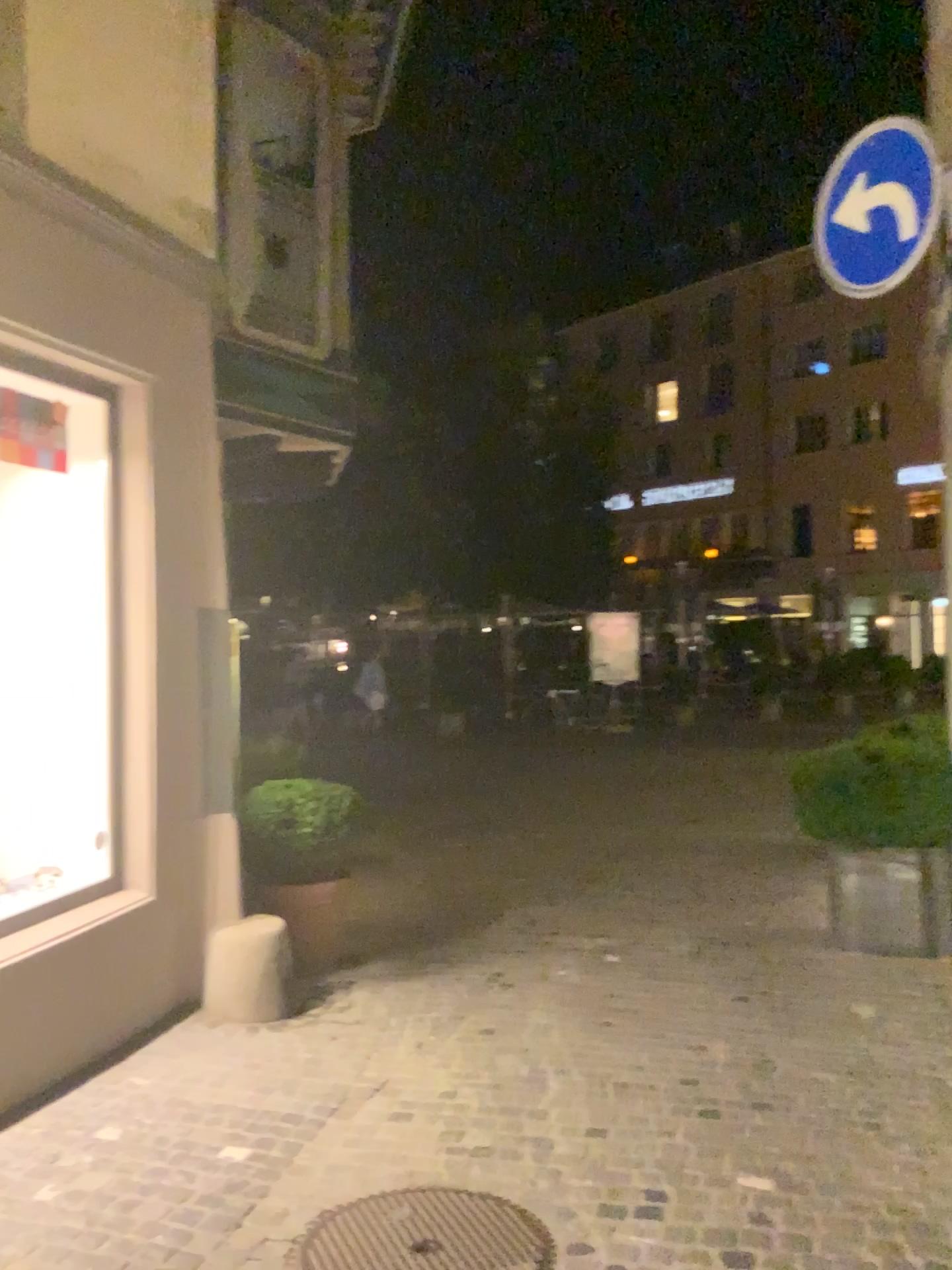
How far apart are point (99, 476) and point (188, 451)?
0.4 meters

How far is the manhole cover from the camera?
2.8m

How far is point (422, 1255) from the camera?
2.76m
